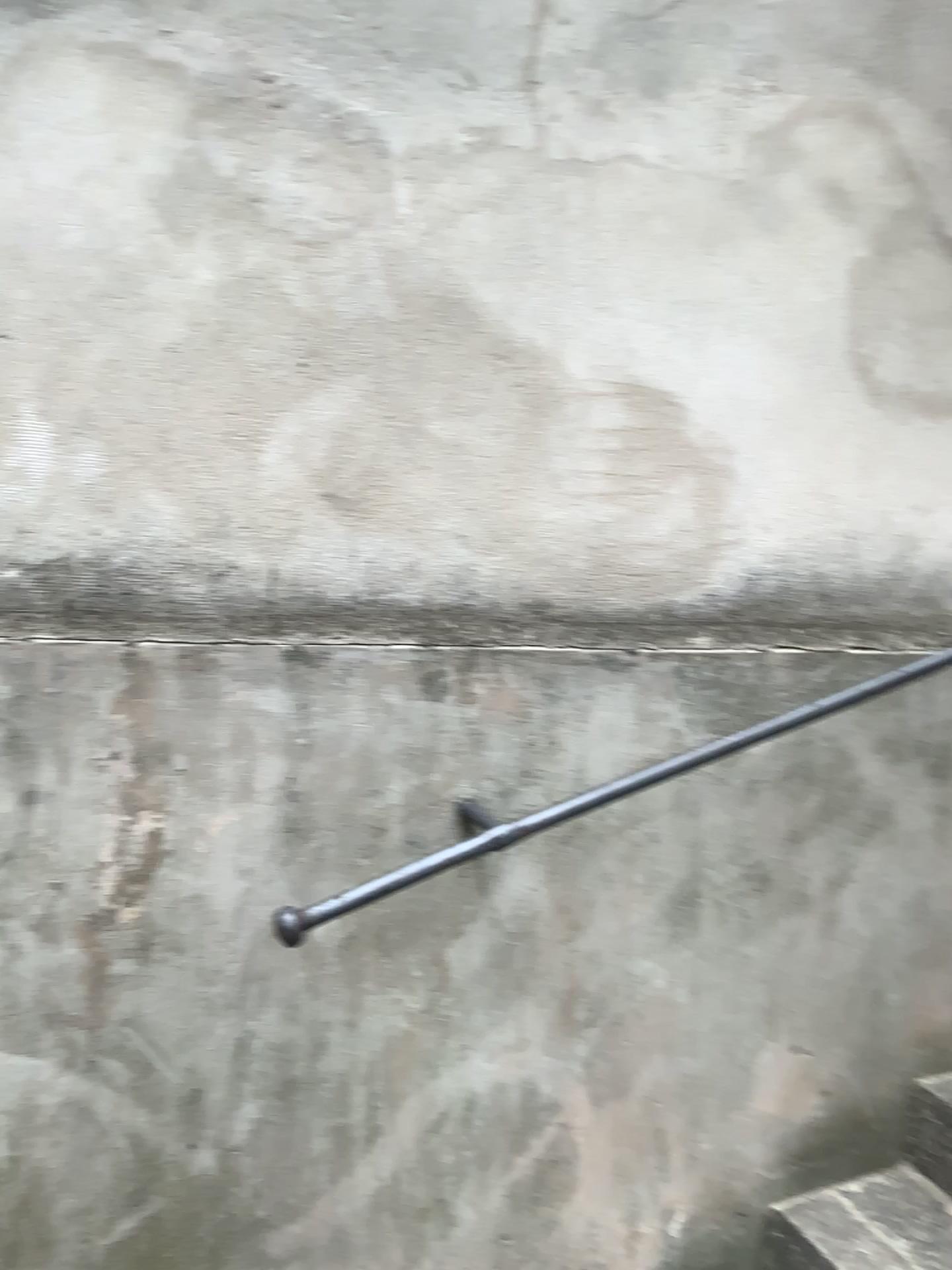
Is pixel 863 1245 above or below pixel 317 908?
below

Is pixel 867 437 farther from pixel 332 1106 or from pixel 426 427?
pixel 332 1106

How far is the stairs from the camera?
1.68m

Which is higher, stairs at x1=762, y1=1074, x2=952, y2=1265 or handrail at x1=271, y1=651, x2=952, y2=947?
handrail at x1=271, y1=651, x2=952, y2=947

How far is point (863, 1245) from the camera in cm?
168
